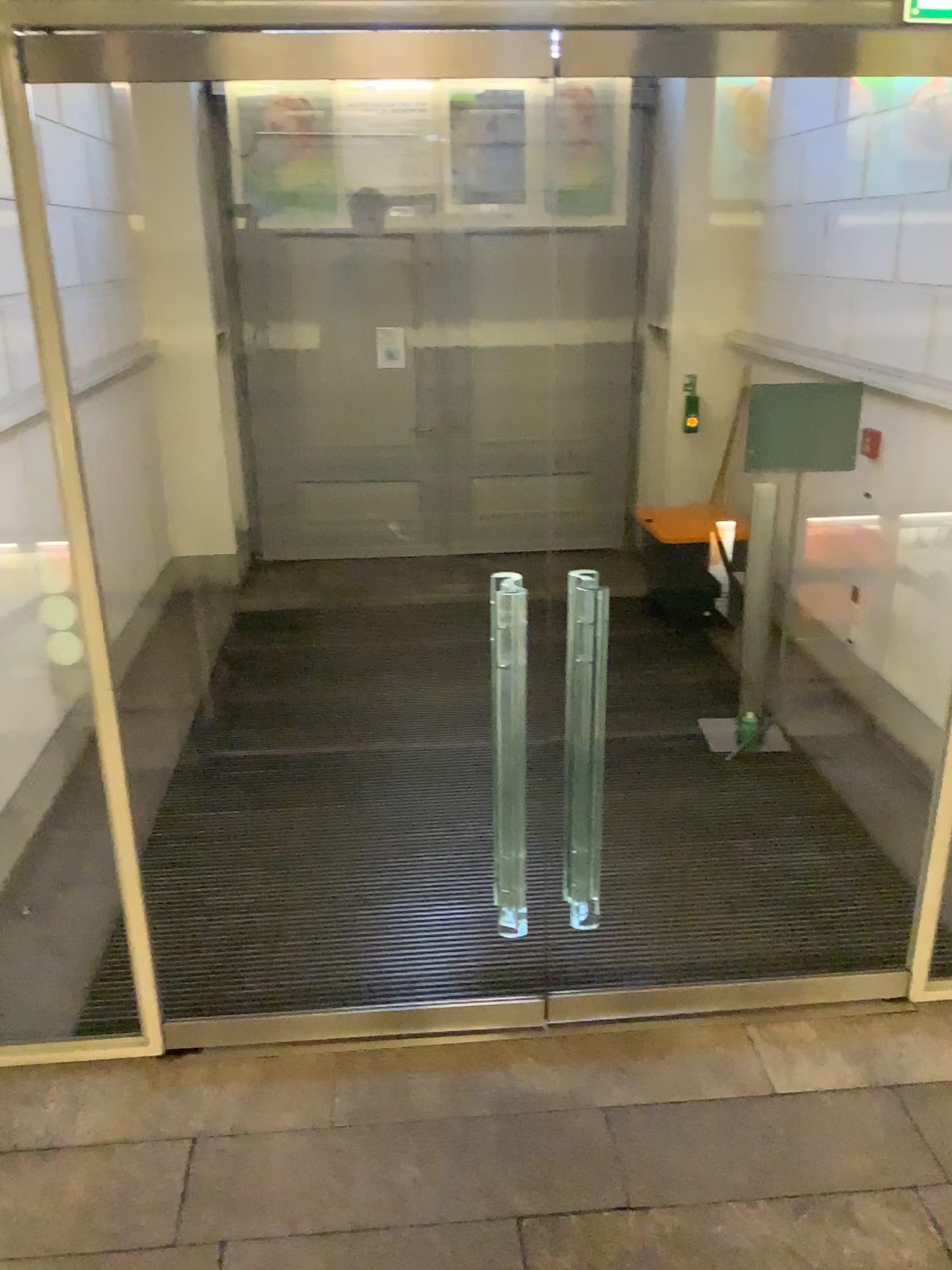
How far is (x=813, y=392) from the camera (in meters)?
4.84

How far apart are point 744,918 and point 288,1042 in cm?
175

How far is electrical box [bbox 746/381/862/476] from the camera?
4.84m
